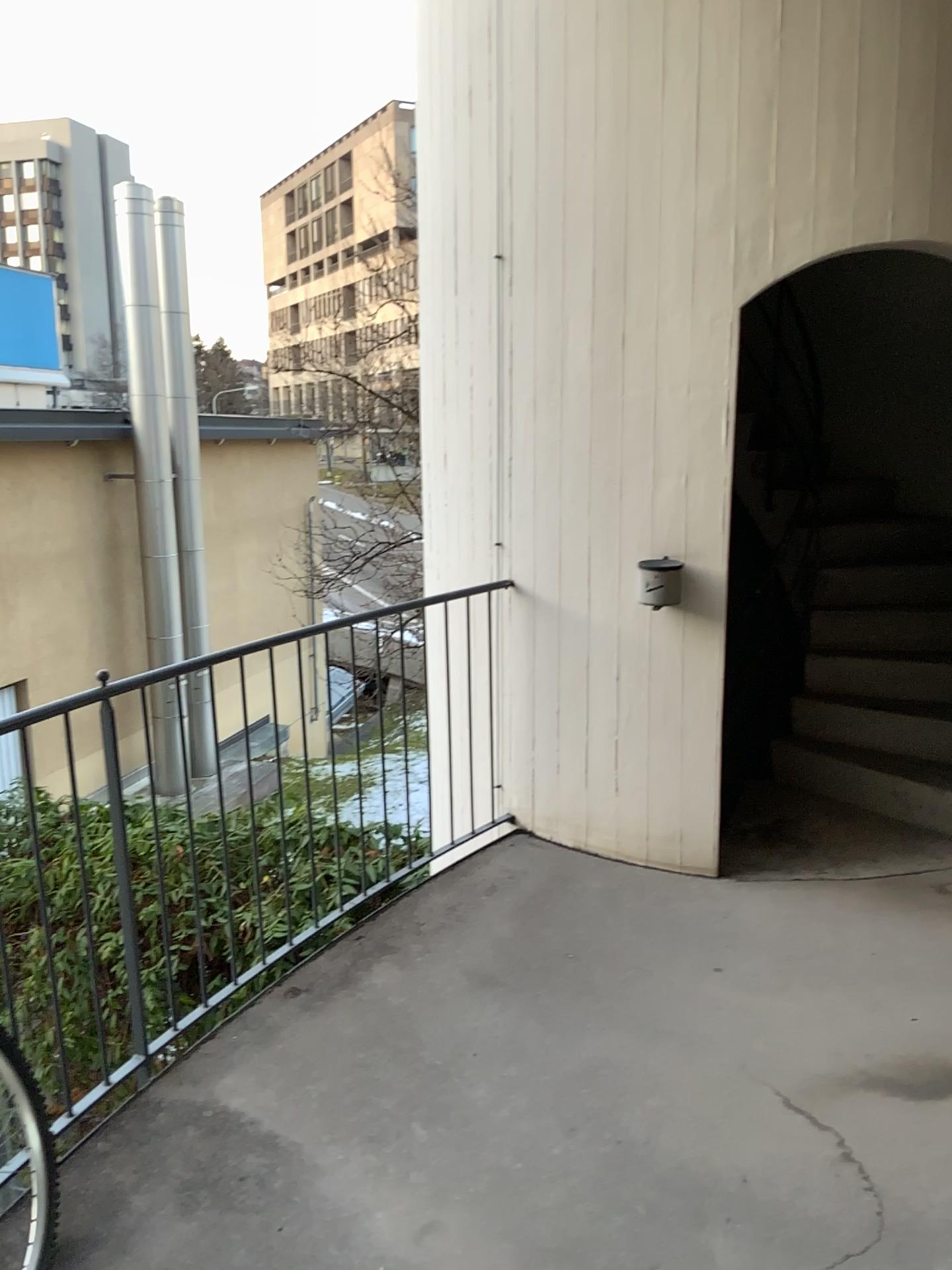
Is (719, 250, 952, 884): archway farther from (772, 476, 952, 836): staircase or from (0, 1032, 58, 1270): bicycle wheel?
(0, 1032, 58, 1270): bicycle wheel

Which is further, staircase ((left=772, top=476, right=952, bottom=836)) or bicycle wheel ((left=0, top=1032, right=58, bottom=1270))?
staircase ((left=772, top=476, right=952, bottom=836))

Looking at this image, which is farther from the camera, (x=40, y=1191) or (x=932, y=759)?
(x=932, y=759)

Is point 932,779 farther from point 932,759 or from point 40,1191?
point 40,1191

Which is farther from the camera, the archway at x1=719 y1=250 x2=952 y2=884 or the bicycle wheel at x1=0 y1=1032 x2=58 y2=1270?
the archway at x1=719 y1=250 x2=952 y2=884

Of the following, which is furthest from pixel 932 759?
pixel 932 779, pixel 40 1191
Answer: pixel 40 1191

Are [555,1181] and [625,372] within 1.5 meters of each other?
no

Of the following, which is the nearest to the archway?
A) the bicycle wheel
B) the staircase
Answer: the staircase
